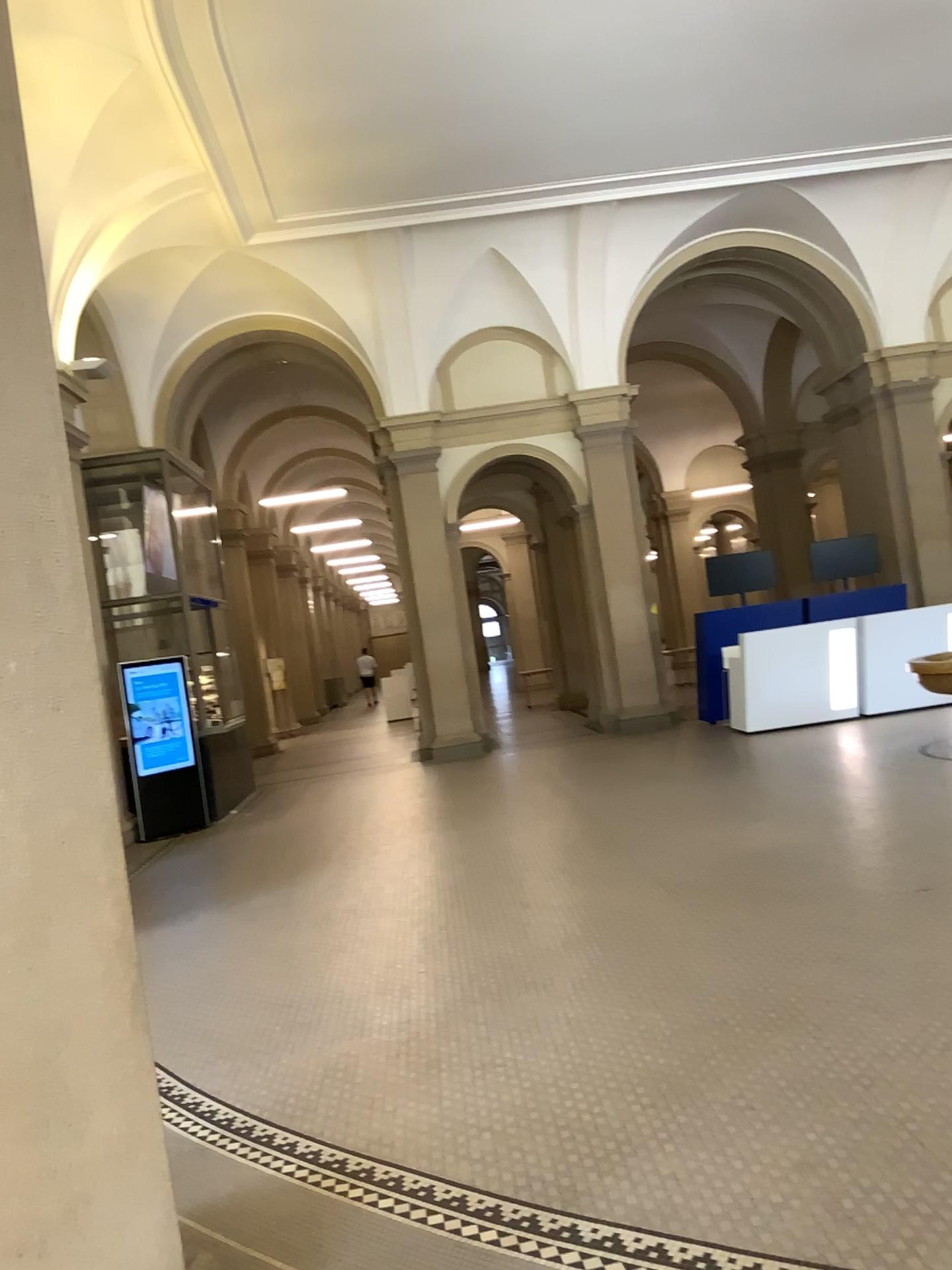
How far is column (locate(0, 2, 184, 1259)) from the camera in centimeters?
191cm

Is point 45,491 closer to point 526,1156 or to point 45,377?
point 45,377

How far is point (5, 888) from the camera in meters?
1.9
